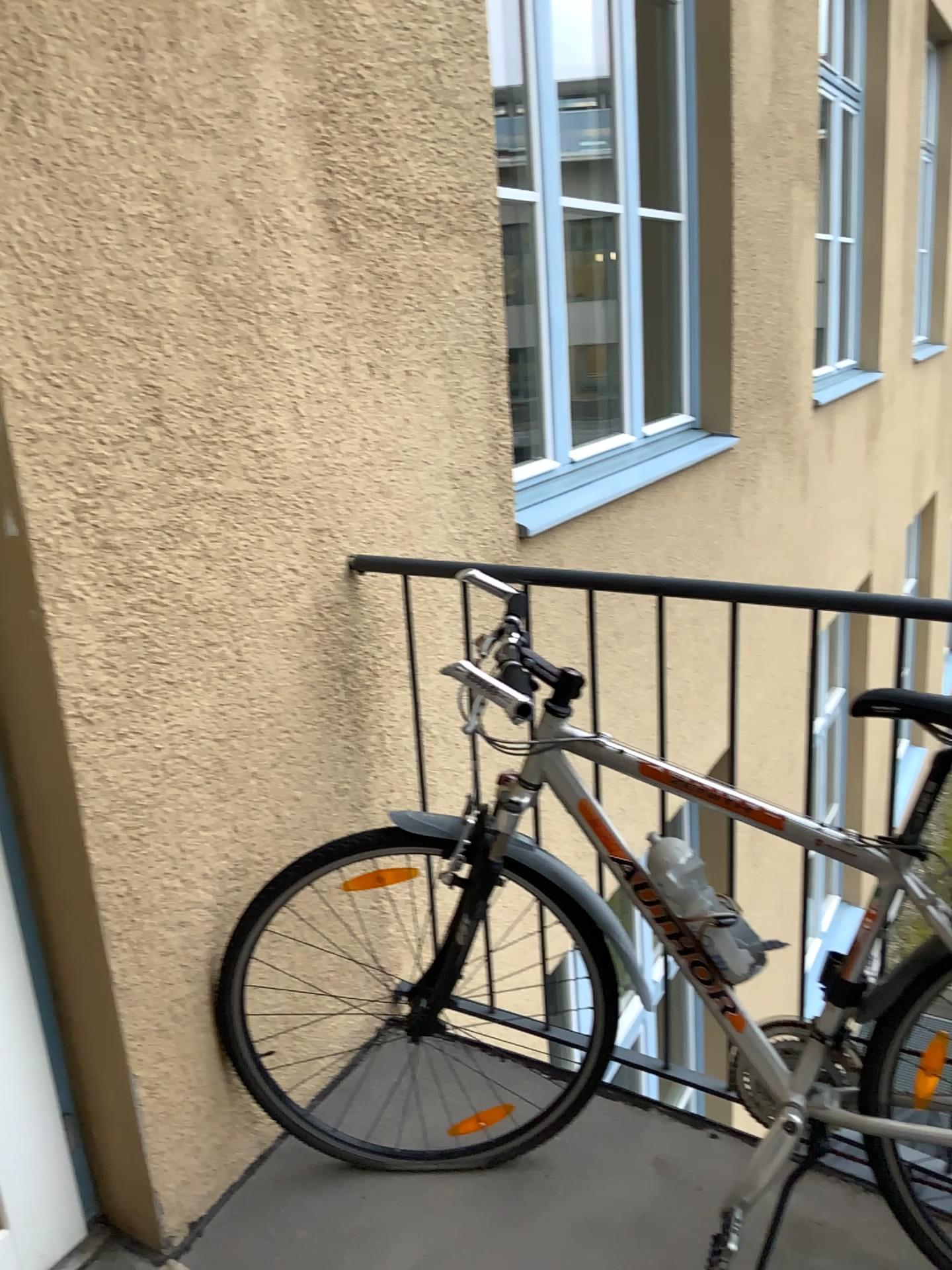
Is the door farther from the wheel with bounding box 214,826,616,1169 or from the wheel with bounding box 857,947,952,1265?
the wheel with bounding box 857,947,952,1265

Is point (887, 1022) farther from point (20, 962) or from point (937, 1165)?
point (20, 962)

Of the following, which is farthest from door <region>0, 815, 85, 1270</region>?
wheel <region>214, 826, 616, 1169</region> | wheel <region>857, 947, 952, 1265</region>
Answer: wheel <region>857, 947, 952, 1265</region>

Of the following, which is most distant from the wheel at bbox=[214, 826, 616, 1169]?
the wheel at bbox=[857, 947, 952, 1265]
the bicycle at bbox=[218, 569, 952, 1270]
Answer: the wheel at bbox=[857, 947, 952, 1265]

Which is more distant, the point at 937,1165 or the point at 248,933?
the point at 248,933

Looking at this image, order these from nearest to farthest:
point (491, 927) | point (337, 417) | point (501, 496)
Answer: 1. point (337, 417)
2. point (501, 496)
3. point (491, 927)

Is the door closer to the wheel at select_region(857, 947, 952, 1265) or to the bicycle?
the bicycle

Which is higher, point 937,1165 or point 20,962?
point 20,962

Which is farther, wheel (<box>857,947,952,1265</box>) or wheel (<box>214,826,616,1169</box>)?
wheel (<box>214,826,616,1169</box>)

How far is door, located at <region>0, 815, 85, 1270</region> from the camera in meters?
1.6
